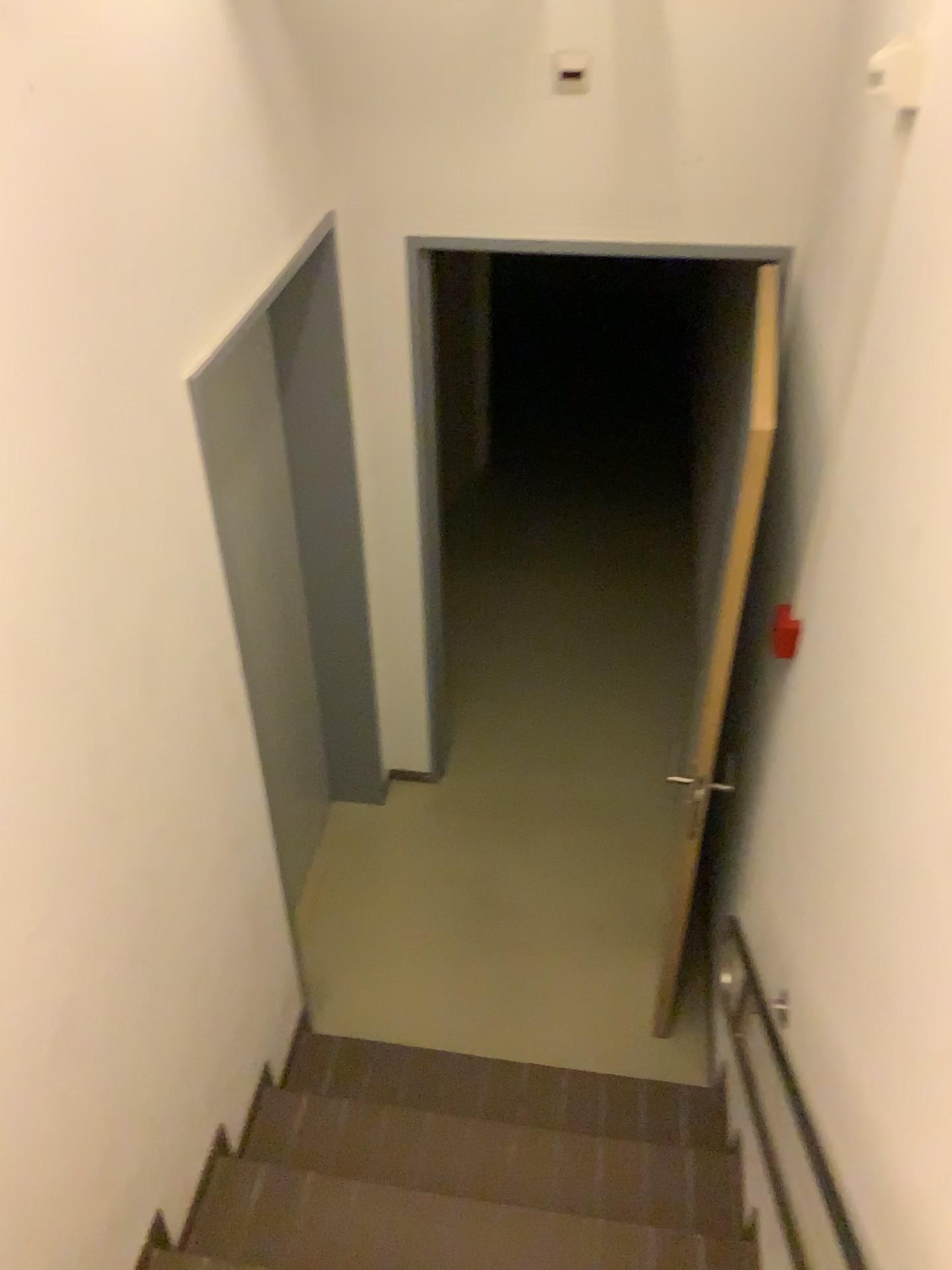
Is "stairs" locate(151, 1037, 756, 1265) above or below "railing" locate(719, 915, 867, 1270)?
below

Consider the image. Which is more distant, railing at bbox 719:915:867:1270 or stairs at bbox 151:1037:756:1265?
stairs at bbox 151:1037:756:1265

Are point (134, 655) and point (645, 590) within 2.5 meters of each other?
no

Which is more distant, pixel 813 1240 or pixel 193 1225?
pixel 193 1225

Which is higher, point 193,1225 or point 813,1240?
point 813,1240
